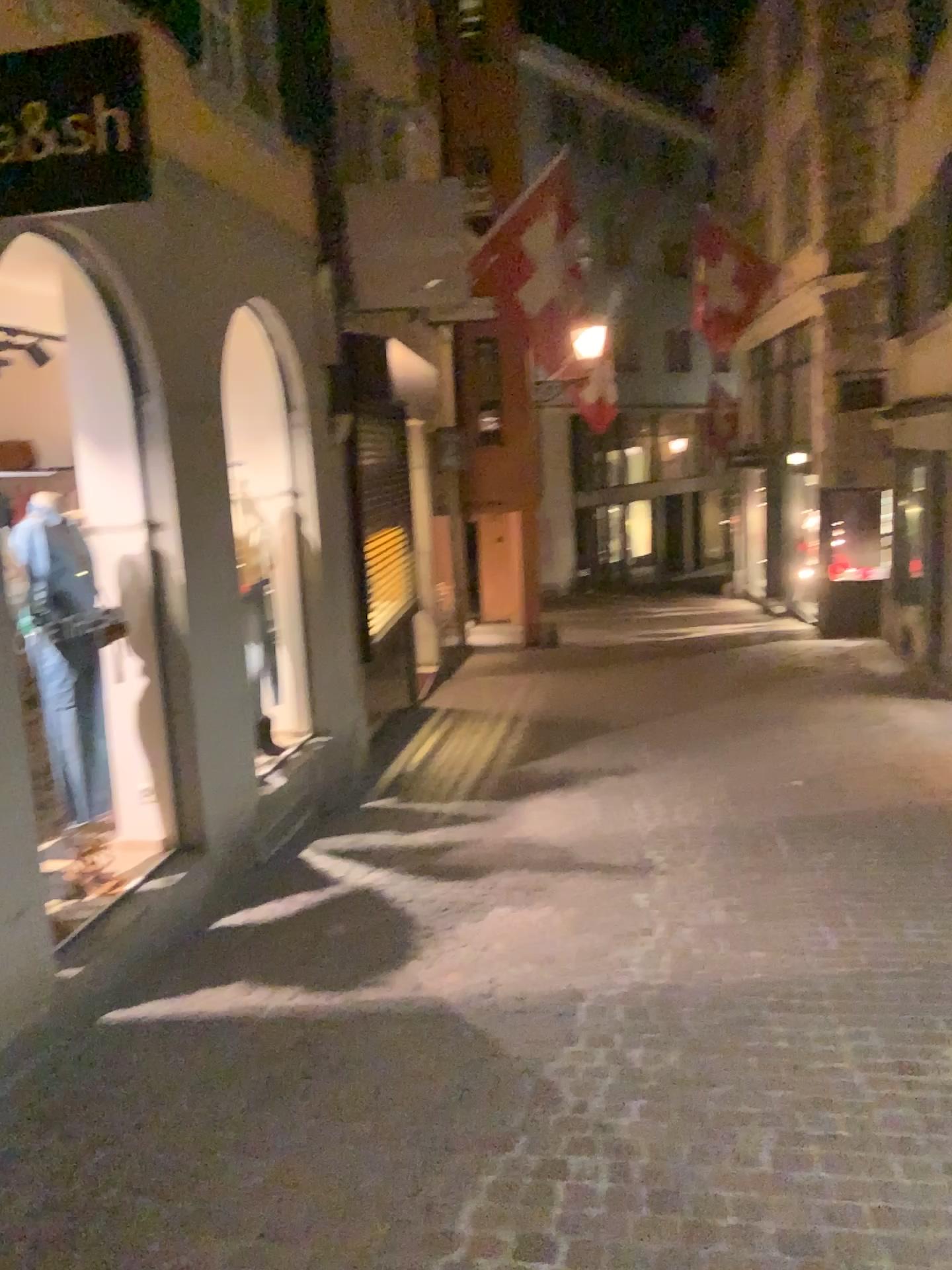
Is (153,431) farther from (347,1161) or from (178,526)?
(347,1161)

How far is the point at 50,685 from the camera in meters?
4.0 m

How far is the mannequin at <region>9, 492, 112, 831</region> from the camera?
3.98m
